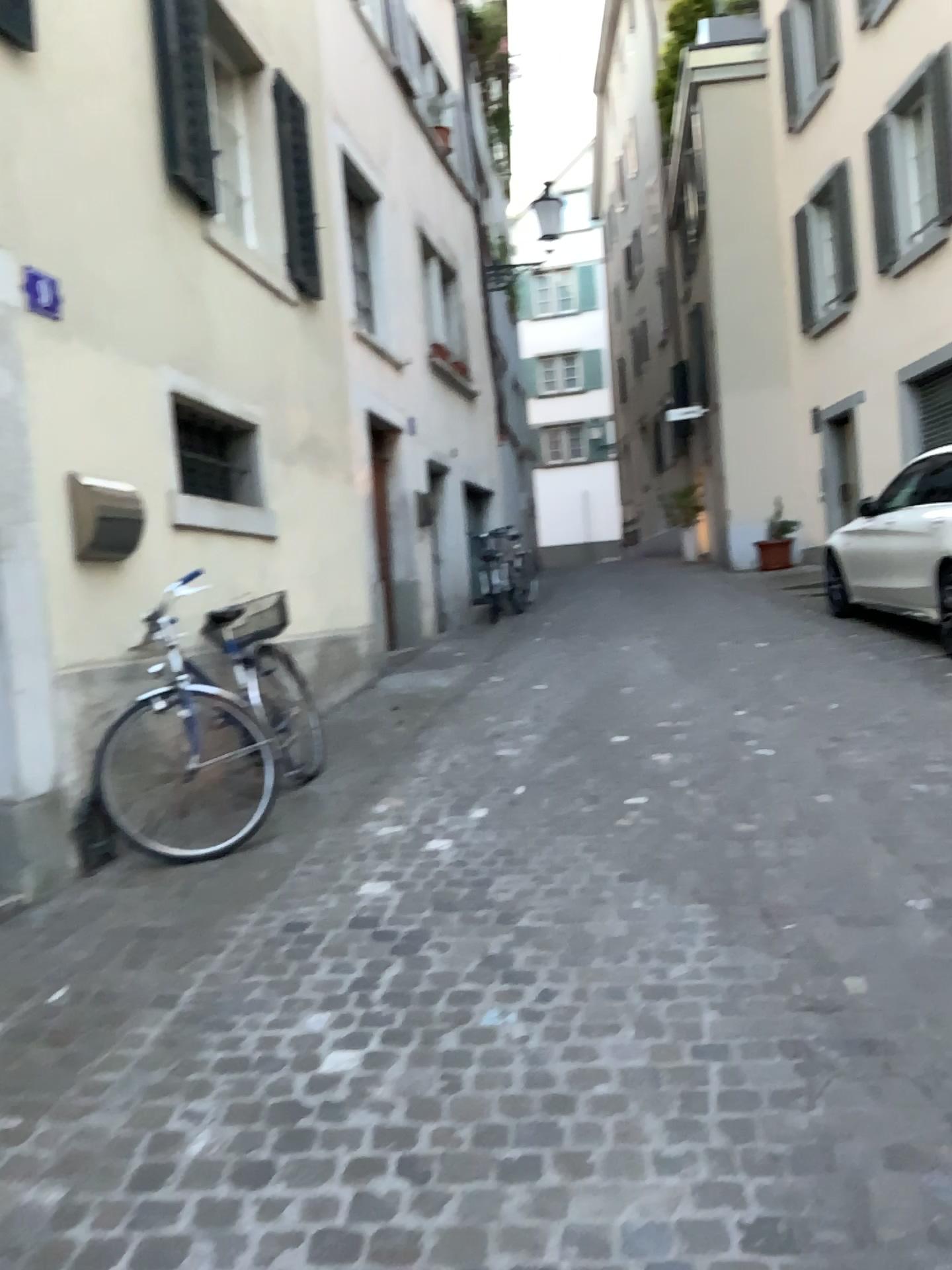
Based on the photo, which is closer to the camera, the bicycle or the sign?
the sign

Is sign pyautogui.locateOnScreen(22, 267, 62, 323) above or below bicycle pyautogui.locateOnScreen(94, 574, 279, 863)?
above

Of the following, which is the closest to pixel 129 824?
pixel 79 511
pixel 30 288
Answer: pixel 79 511

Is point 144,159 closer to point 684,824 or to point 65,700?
point 65,700

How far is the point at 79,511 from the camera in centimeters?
399cm

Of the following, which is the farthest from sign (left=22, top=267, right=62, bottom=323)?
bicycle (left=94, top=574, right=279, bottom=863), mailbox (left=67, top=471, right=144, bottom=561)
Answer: bicycle (left=94, top=574, right=279, bottom=863)

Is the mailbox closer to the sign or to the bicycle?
the bicycle

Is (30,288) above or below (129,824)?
above

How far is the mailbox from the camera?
3.99m
